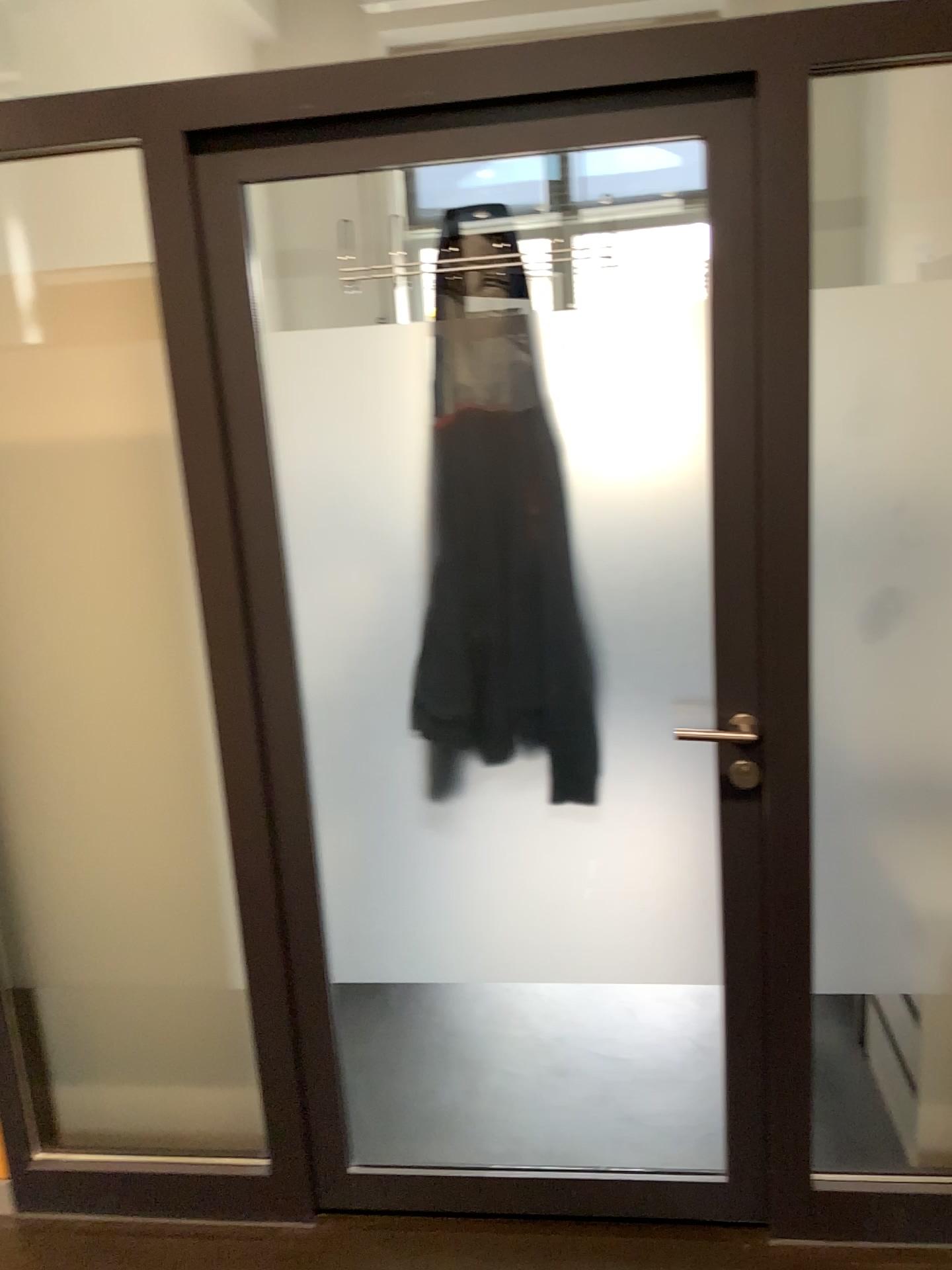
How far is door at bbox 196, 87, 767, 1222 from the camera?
1.7 meters

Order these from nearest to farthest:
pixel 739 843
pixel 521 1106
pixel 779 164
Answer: pixel 779 164 → pixel 739 843 → pixel 521 1106

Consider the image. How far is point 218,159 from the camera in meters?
1.7 m
